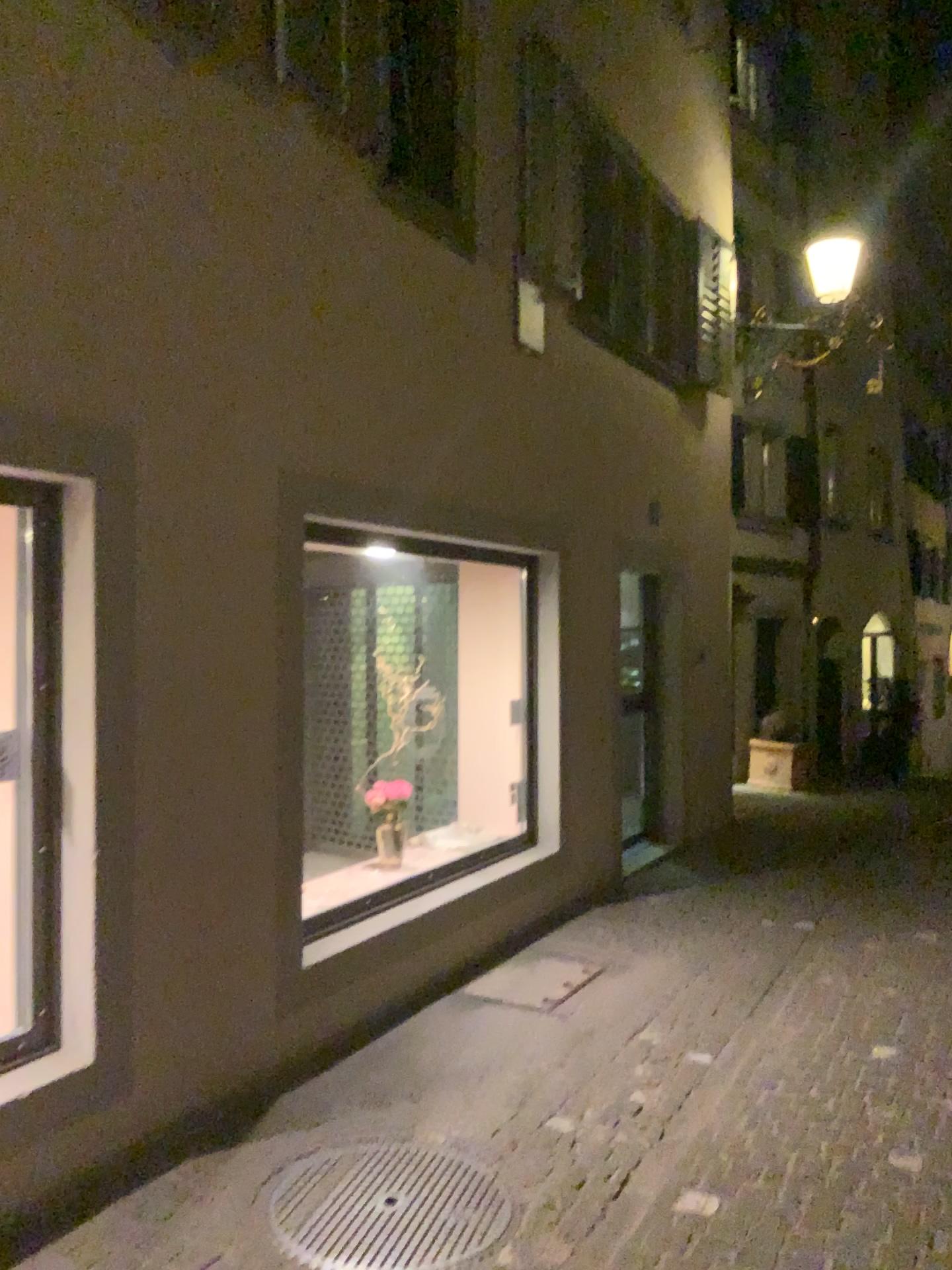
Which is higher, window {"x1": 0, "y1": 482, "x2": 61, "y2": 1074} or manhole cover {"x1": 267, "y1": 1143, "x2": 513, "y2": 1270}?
window {"x1": 0, "y1": 482, "x2": 61, "y2": 1074}

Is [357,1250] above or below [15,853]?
below

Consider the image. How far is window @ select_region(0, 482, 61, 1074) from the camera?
3.1m

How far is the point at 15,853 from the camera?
3.1 meters

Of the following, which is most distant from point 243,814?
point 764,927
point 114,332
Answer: point 764,927
